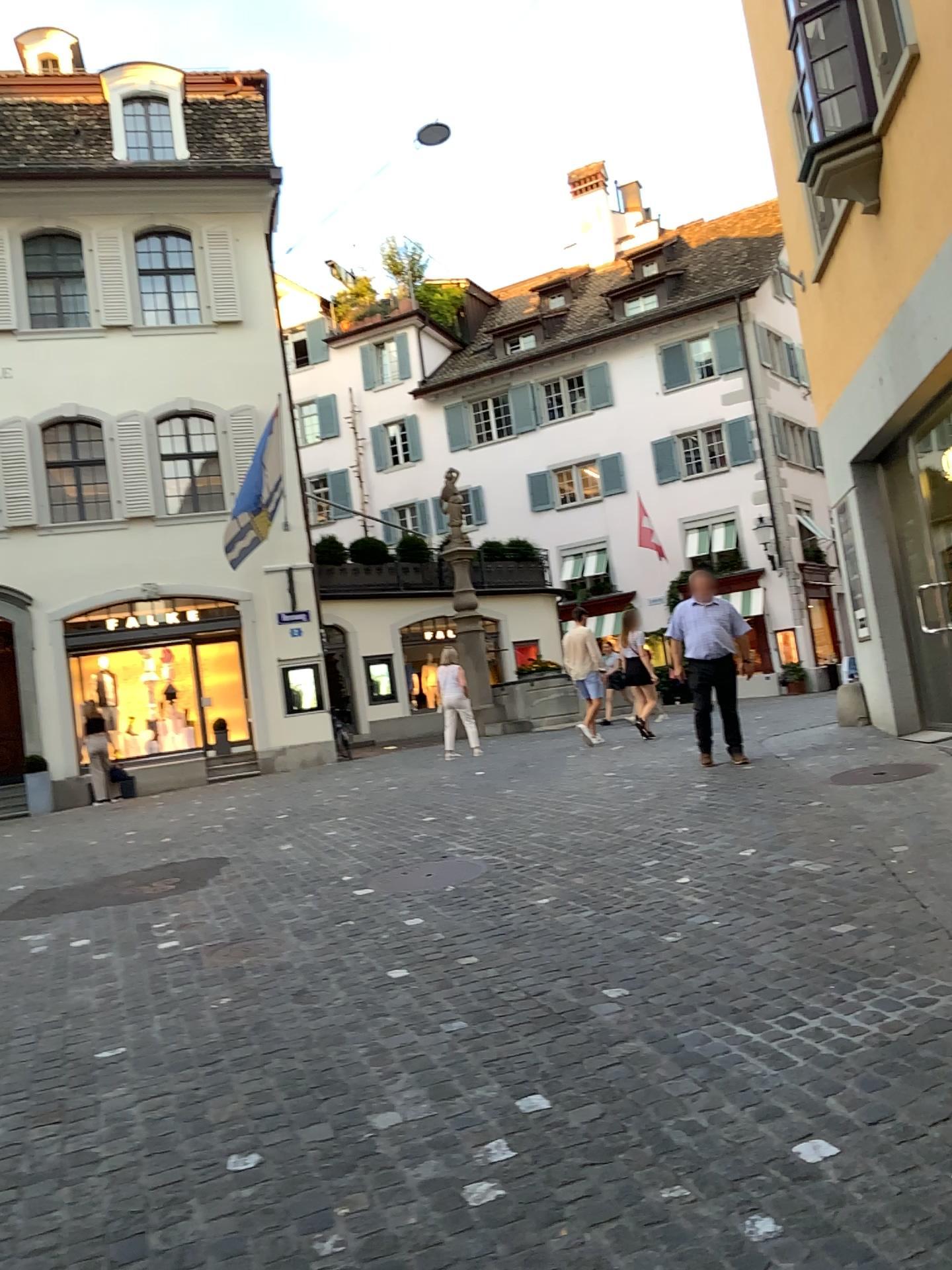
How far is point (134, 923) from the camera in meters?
5.8
